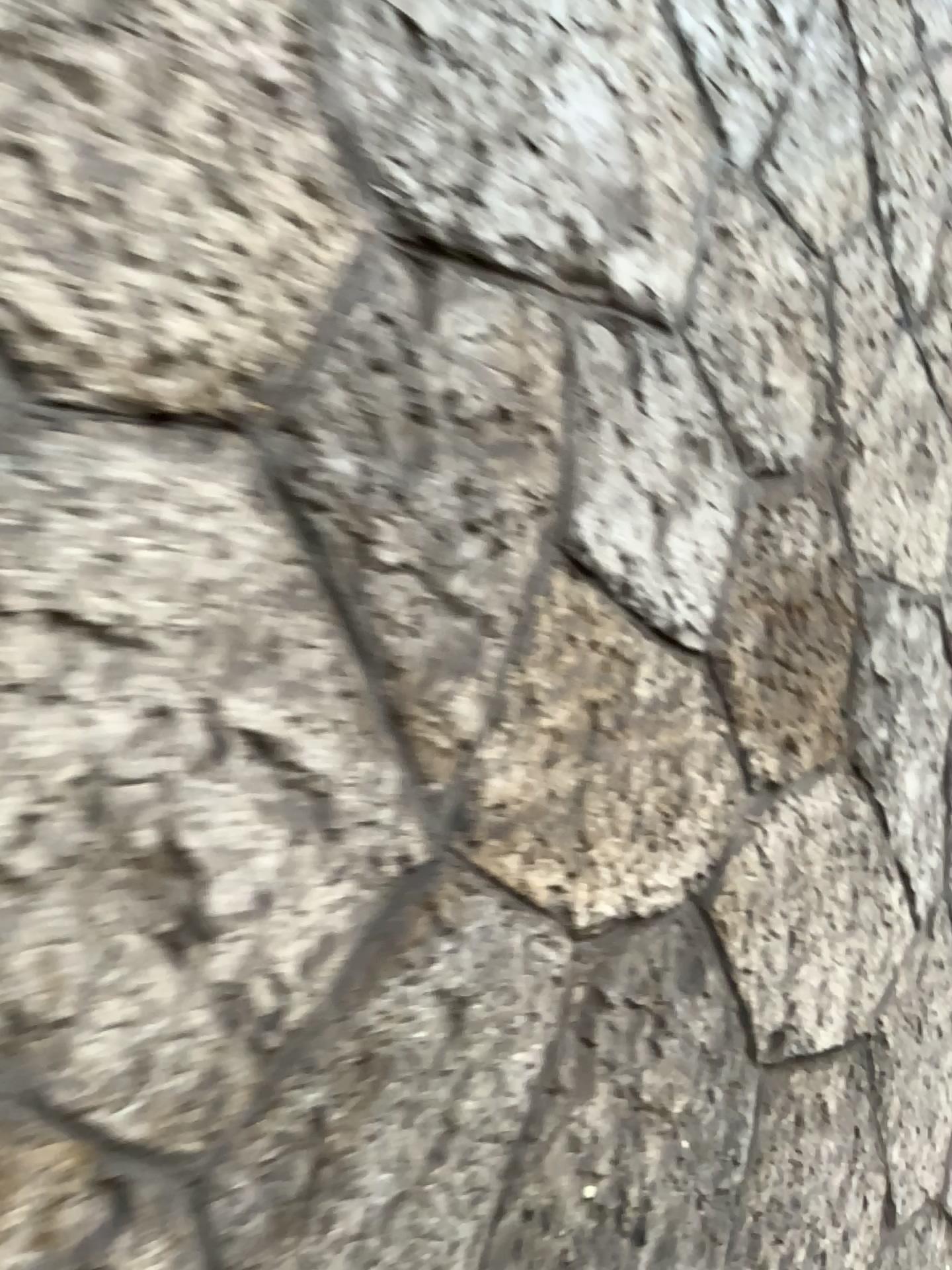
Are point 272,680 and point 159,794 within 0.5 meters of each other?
yes
